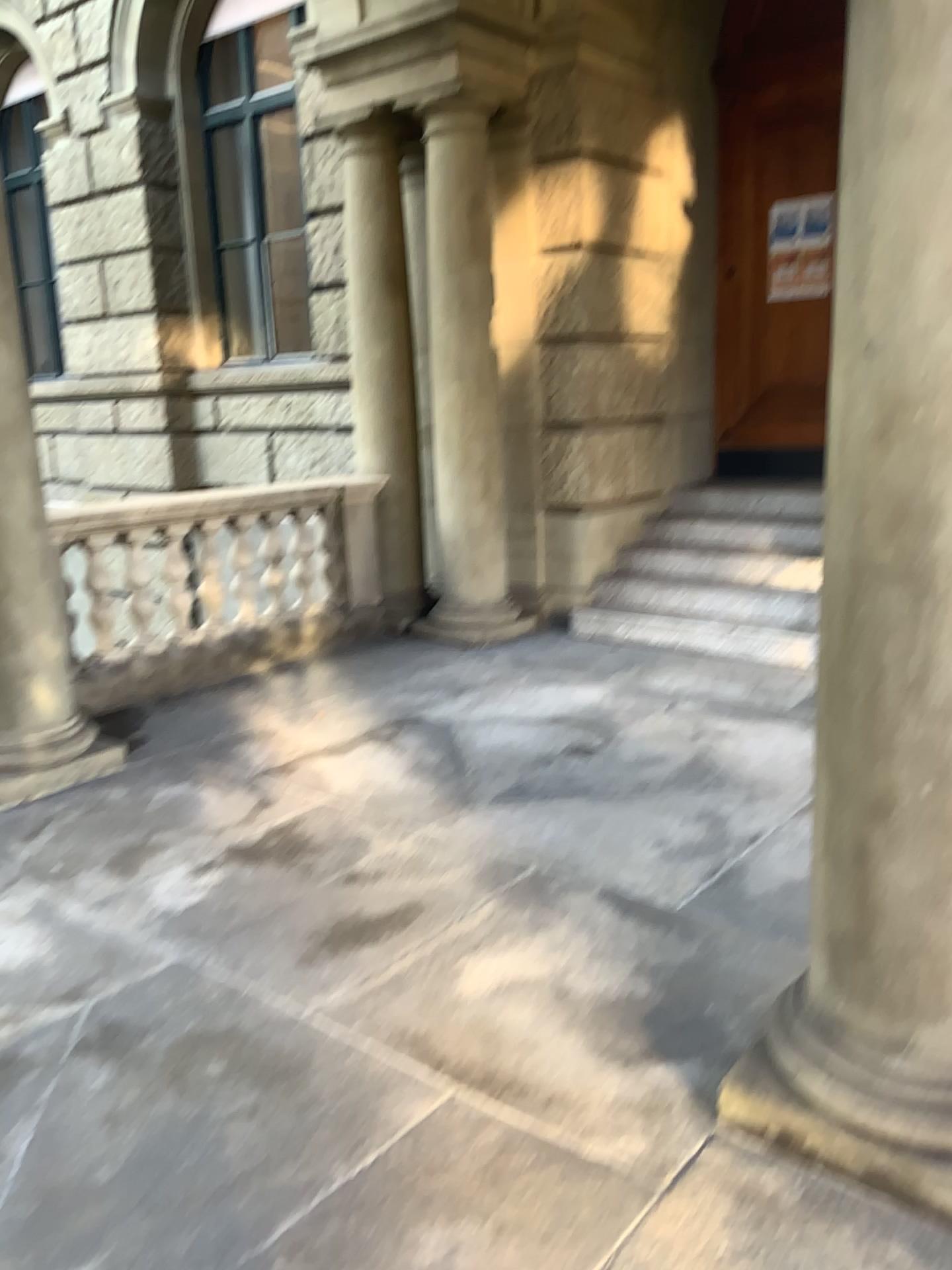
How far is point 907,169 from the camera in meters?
1.7 m

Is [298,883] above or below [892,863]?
below

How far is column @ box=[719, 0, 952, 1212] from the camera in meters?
1.7
